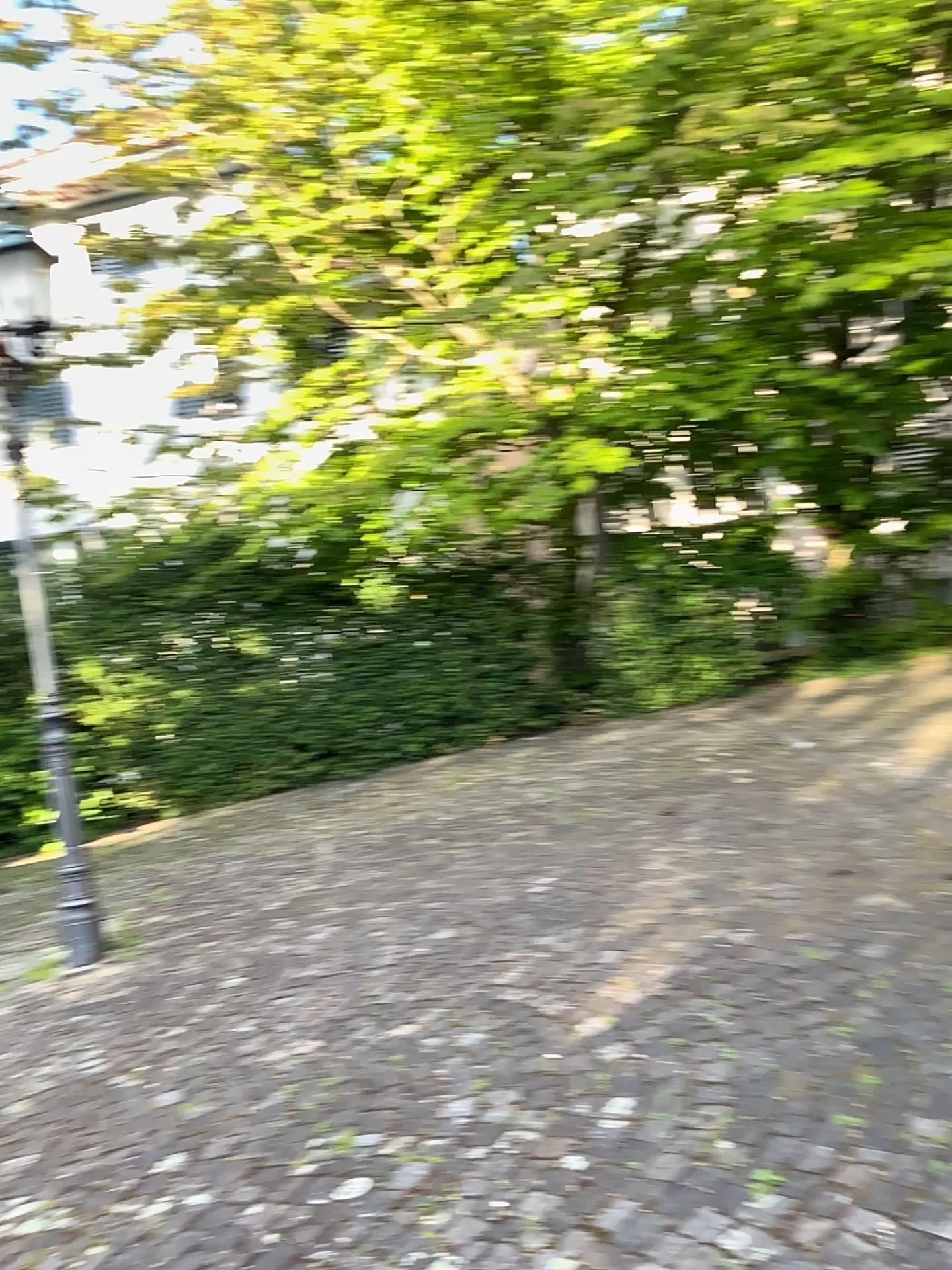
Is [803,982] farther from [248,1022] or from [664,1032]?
[248,1022]
